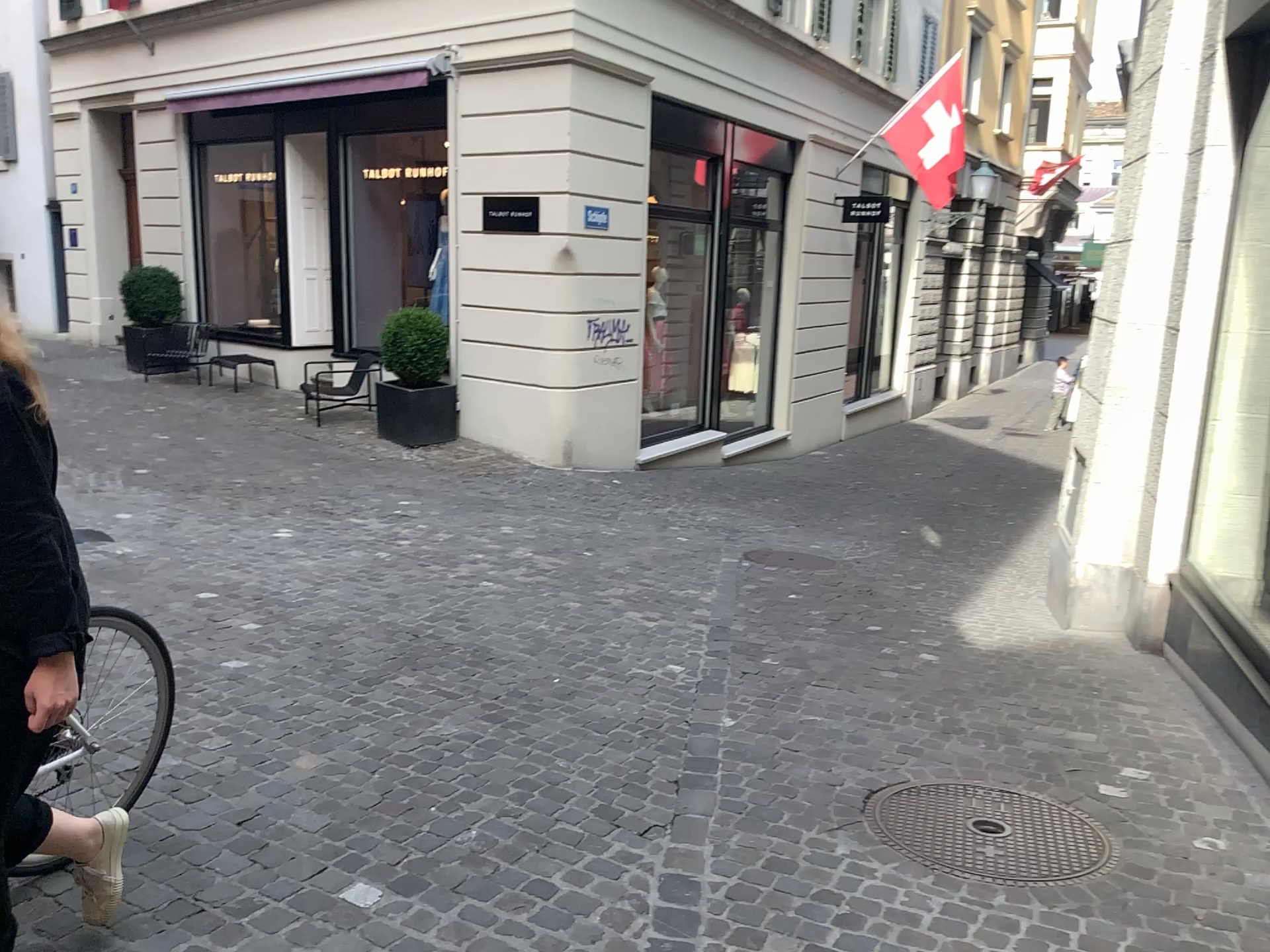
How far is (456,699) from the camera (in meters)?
4.13
